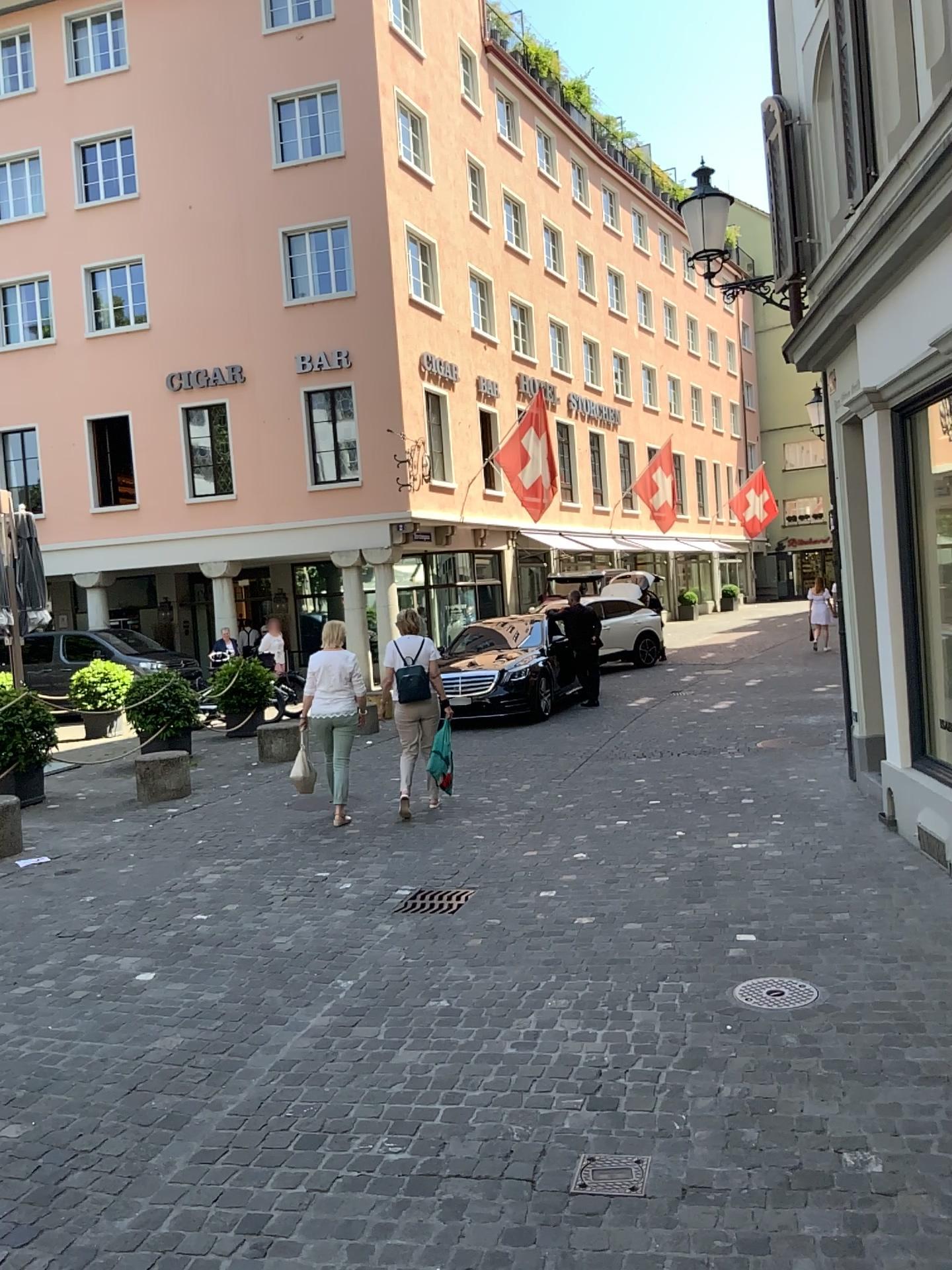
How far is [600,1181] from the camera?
3.0 meters

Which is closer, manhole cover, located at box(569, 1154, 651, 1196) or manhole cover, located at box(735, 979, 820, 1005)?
manhole cover, located at box(569, 1154, 651, 1196)

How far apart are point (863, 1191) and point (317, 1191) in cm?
151

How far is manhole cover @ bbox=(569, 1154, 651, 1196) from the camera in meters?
3.0

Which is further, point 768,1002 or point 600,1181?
point 768,1002
